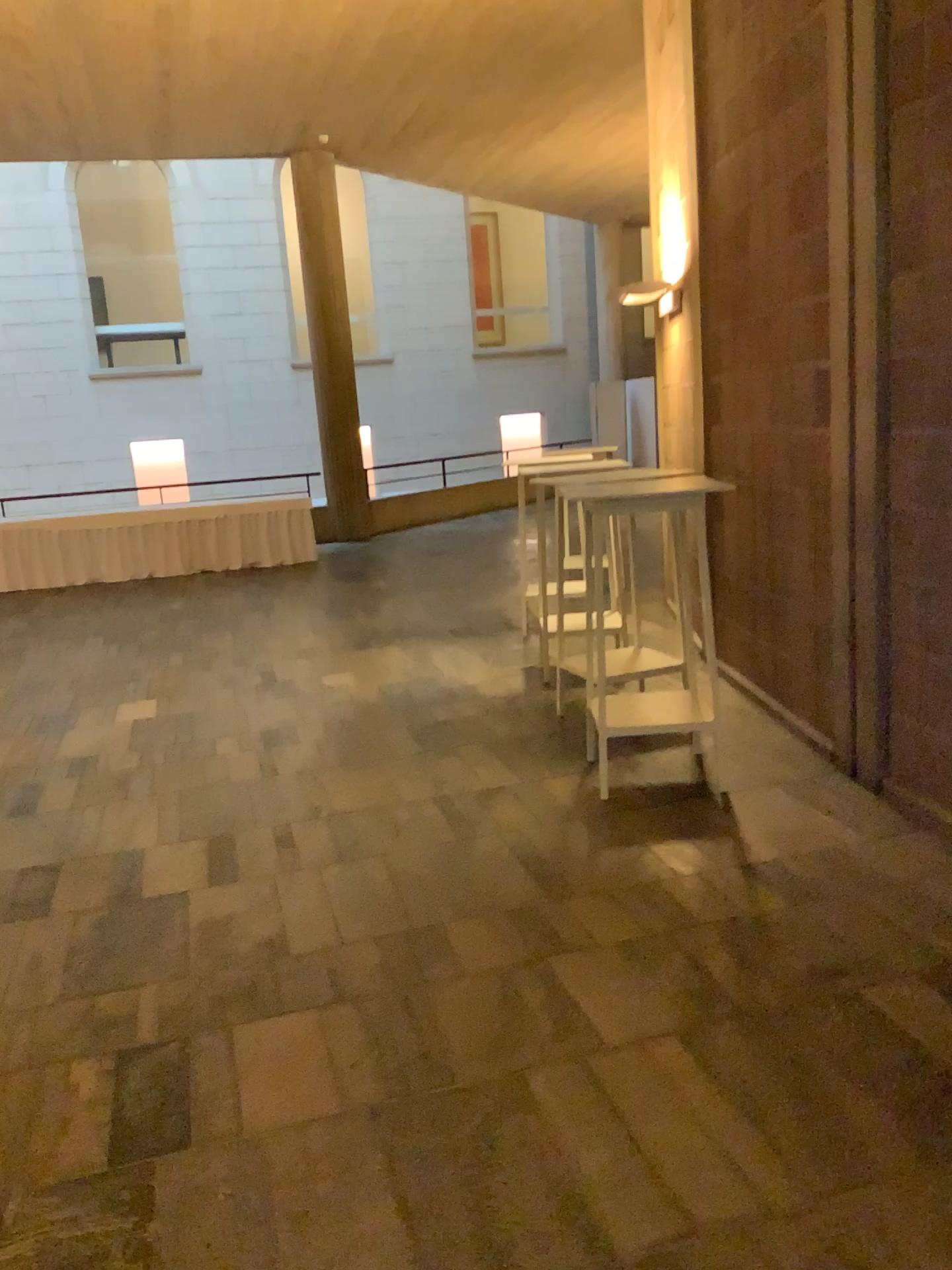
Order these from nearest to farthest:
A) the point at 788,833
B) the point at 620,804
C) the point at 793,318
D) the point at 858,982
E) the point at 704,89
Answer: the point at 858,982, the point at 788,833, the point at 620,804, the point at 793,318, the point at 704,89
